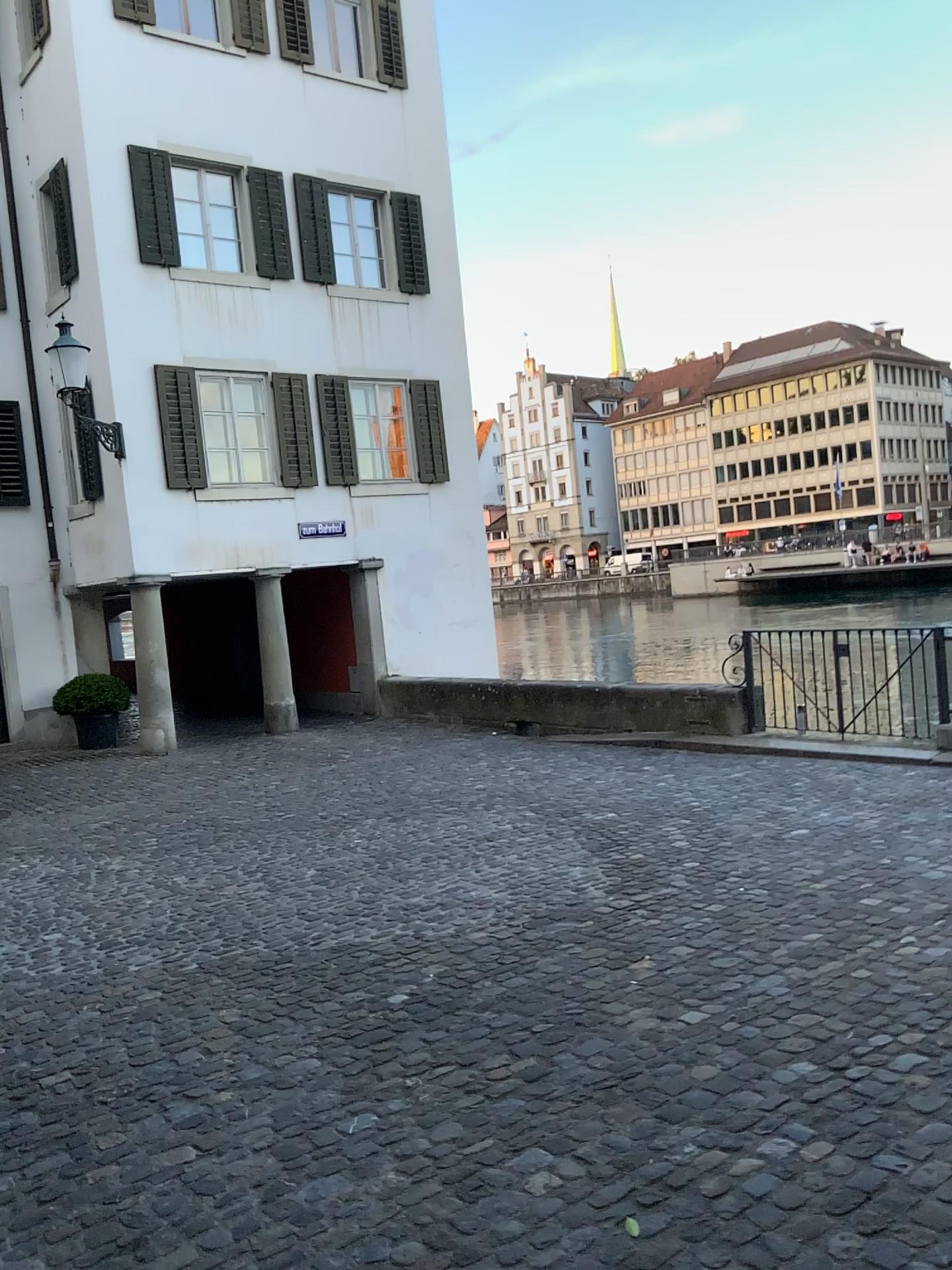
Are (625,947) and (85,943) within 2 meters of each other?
no
